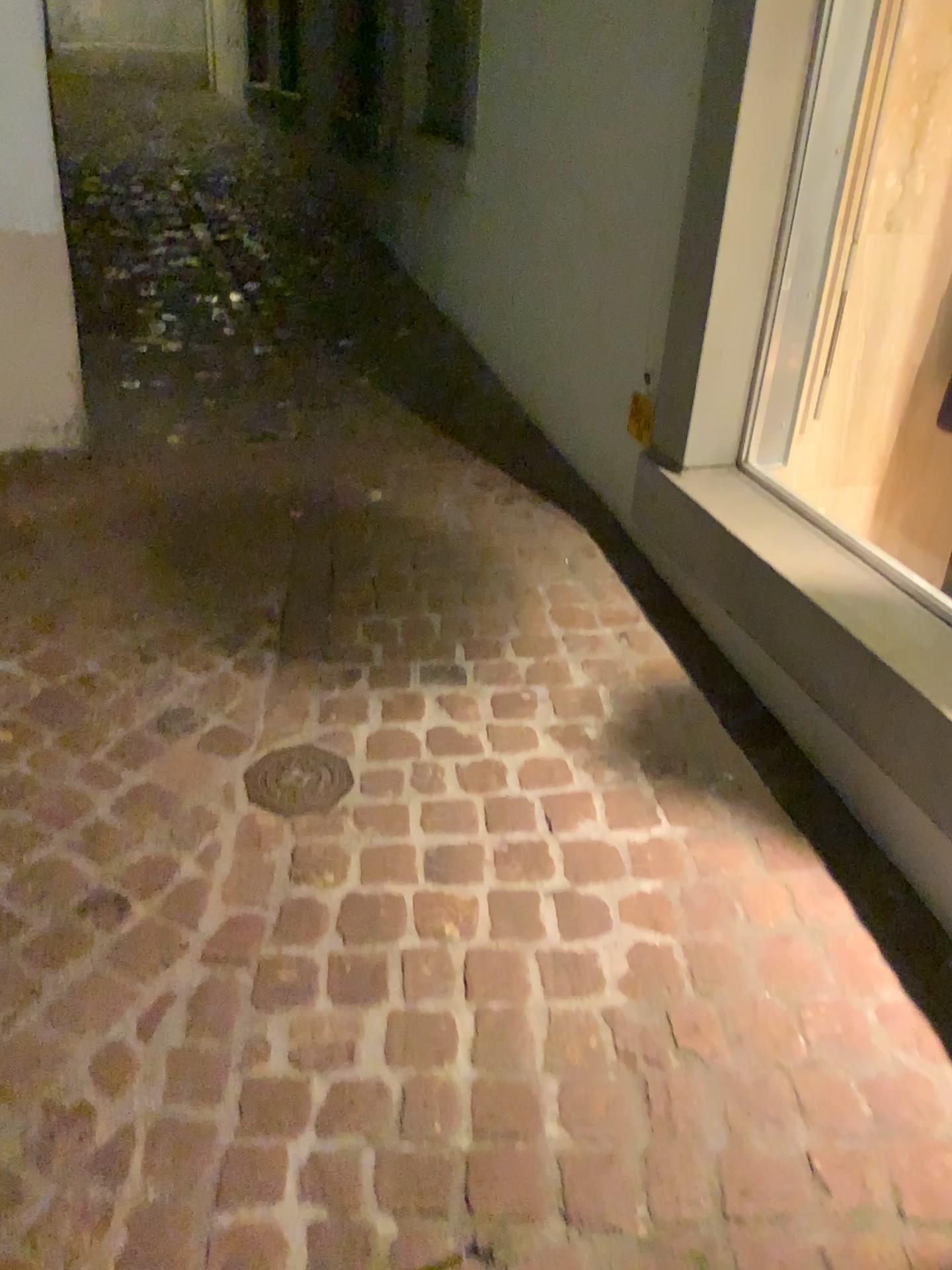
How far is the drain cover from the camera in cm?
187

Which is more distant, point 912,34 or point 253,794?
point 912,34

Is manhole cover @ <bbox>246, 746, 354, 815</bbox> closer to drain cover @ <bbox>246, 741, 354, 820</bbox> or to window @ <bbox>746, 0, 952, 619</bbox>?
drain cover @ <bbox>246, 741, 354, 820</bbox>

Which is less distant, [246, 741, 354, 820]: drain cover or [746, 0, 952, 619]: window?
[246, 741, 354, 820]: drain cover

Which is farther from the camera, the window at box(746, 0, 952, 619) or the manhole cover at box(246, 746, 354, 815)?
the window at box(746, 0, 952, 619)

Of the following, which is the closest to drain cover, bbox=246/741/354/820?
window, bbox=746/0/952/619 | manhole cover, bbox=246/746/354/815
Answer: manhole cover, bbox=246/746/354/815

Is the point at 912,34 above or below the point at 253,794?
above

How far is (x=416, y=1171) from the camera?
1.3 meters

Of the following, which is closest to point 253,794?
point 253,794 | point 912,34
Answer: point 253,794
